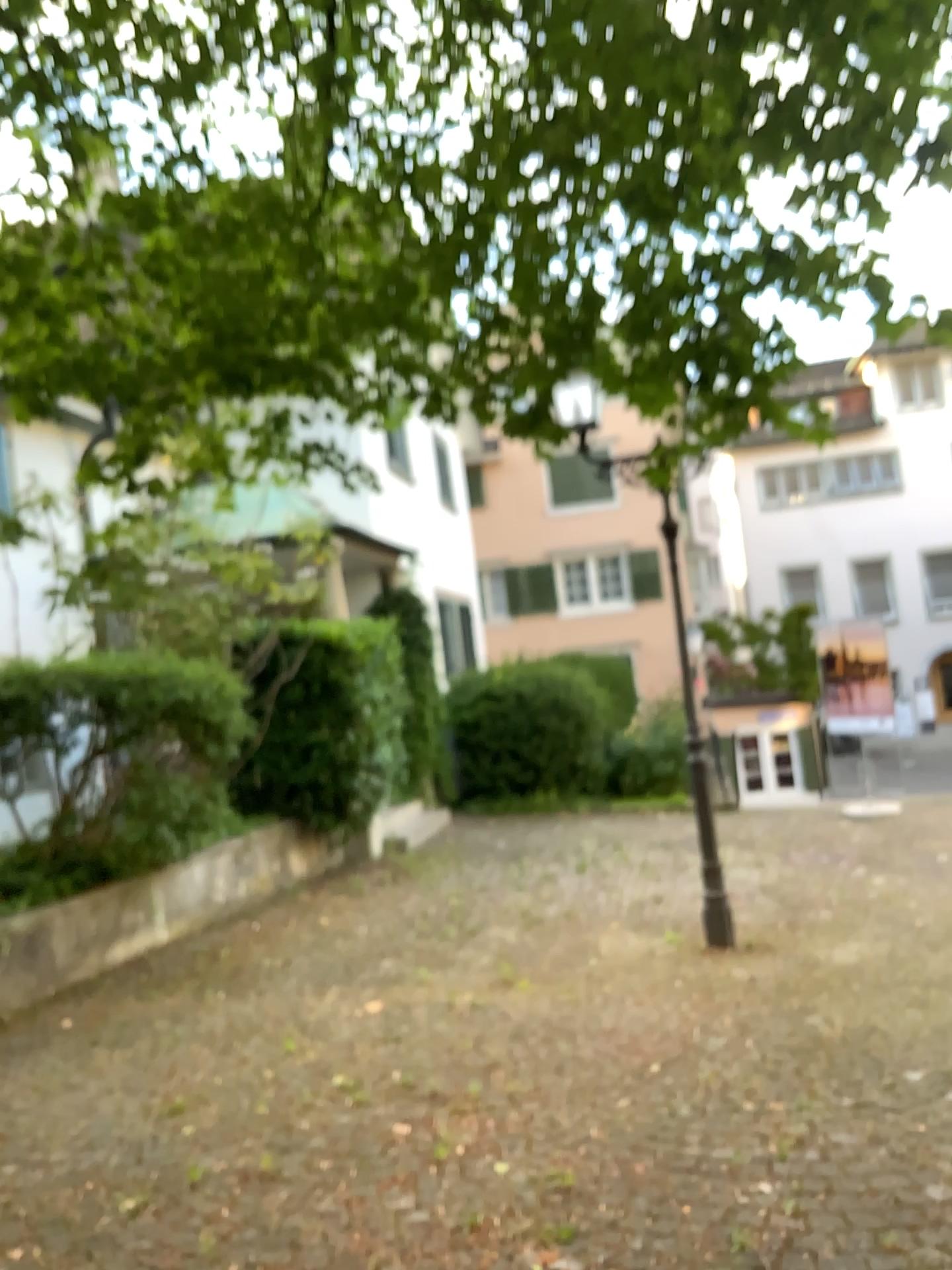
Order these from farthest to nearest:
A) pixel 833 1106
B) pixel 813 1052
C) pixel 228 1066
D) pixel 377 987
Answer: pixel 377 987
pixel 228 1066
pixel 813 1052
pixel 833 1106
